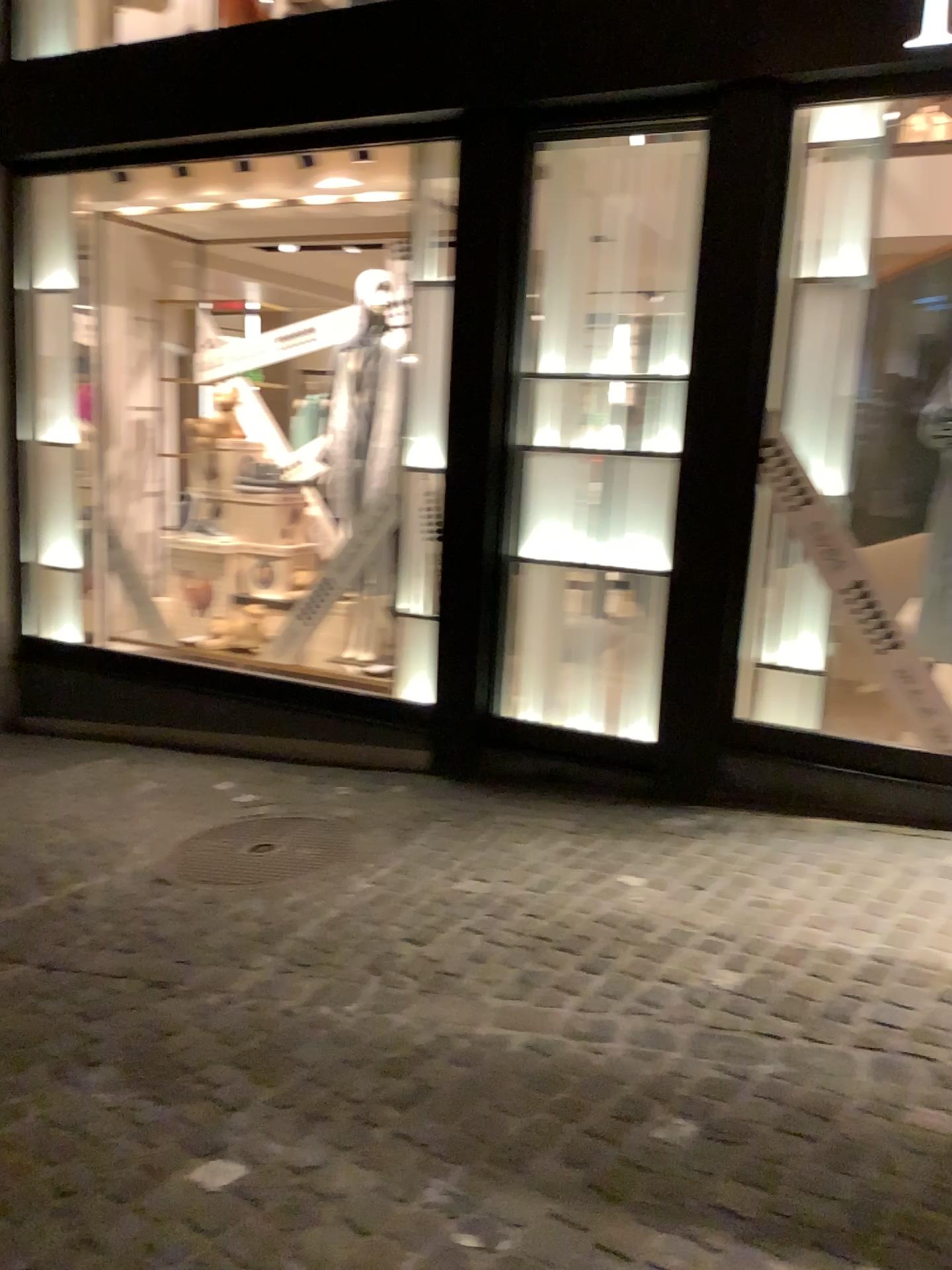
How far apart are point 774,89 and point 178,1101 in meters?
3.6 m
